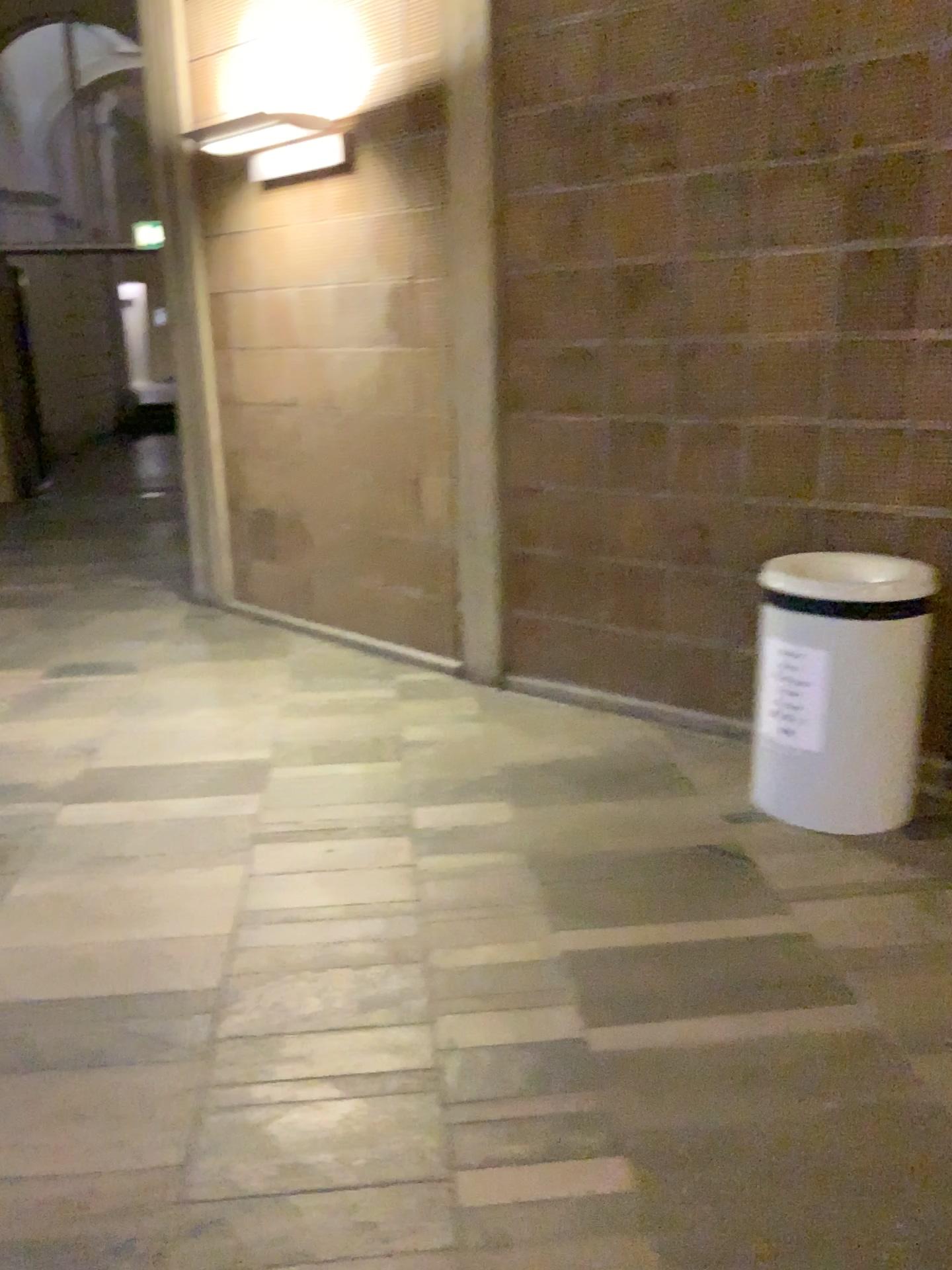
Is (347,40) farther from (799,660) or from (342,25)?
(799,660)

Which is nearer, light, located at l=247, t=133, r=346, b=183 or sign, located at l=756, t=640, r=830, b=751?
sign, located at l=756, t=640, r=830, b=751

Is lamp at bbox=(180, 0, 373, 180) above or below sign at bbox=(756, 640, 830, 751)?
above

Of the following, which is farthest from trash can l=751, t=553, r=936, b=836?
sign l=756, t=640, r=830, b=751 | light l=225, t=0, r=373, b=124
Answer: light l=225, t=0, r=373, b=124

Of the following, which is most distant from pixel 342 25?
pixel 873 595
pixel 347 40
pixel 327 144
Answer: pixel 873 595

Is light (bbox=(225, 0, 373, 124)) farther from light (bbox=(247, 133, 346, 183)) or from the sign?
the sign

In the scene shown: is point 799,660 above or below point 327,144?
below

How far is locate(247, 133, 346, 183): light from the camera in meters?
4.2 m

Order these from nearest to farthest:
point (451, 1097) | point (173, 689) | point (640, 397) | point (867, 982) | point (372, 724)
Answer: point (451, 1097)
point (867, 982)
point (640, 397)
point (372, 724)
point (173, 689)

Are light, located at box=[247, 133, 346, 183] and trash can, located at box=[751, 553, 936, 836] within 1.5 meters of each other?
no
